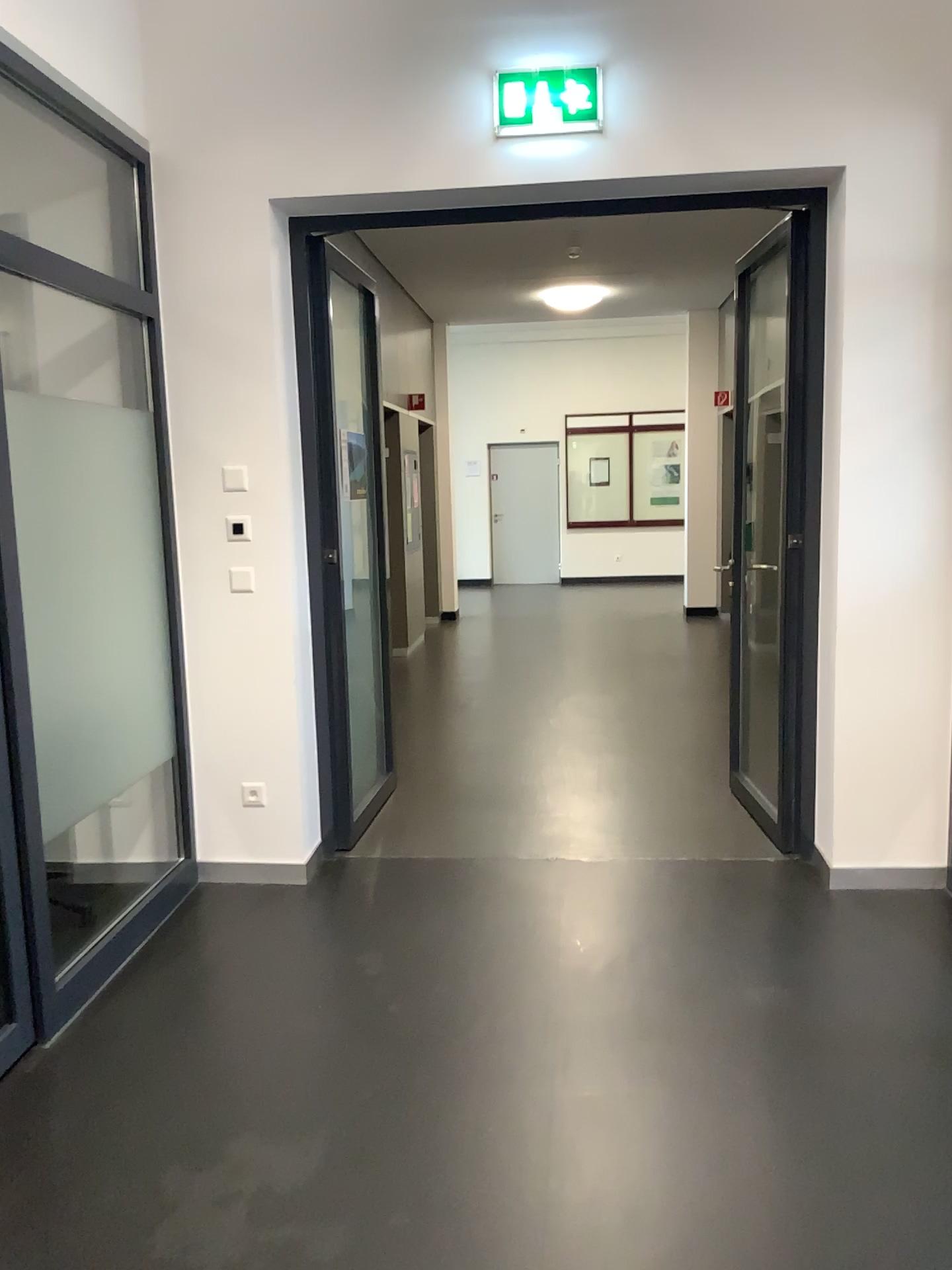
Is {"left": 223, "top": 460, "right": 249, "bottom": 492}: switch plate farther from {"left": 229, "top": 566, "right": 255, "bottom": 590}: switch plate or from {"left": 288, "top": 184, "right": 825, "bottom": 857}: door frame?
{"left": 288, "top": 184, "right": 825, "bottom": 857}: door frame

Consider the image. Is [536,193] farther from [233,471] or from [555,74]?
[233,471]

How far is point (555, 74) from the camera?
3.5m

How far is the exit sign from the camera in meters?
3.5

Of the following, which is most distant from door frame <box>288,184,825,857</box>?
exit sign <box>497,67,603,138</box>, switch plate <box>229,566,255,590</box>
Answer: switch plate <box>229,566,255,590</box>

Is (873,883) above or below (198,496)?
below

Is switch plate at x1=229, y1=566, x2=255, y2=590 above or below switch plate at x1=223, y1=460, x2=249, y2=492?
below

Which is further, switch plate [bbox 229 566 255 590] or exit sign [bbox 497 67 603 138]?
switch plate [bbox 229 566 255 590]

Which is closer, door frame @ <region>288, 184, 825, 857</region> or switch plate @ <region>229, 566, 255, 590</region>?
door frame @ <region>288, 184, 825, 857</region>

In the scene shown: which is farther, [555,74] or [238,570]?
[238,570]
